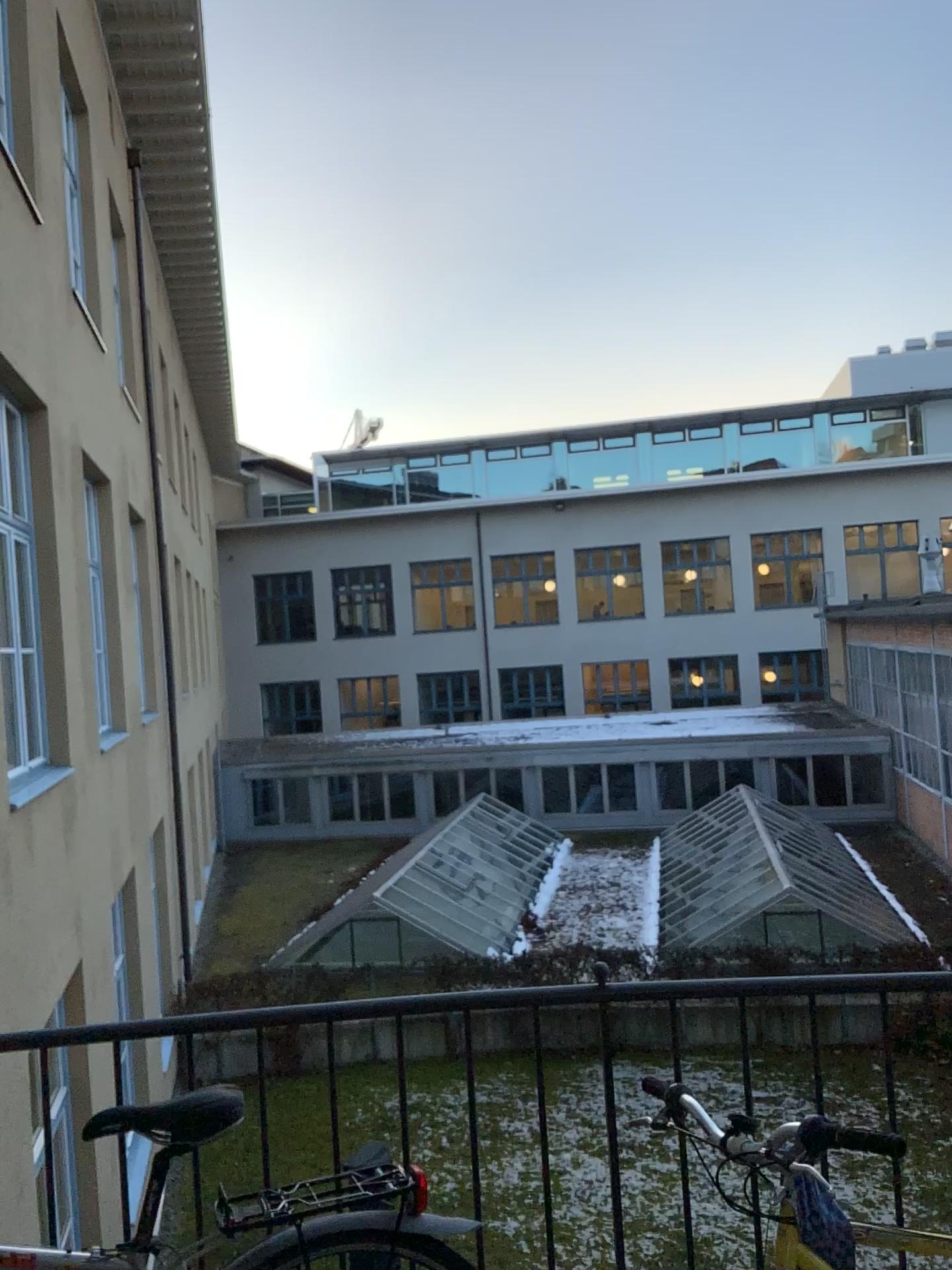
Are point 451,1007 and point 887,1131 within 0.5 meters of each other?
no

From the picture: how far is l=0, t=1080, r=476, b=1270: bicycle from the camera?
1.77m

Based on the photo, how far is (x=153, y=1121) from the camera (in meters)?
1.77
